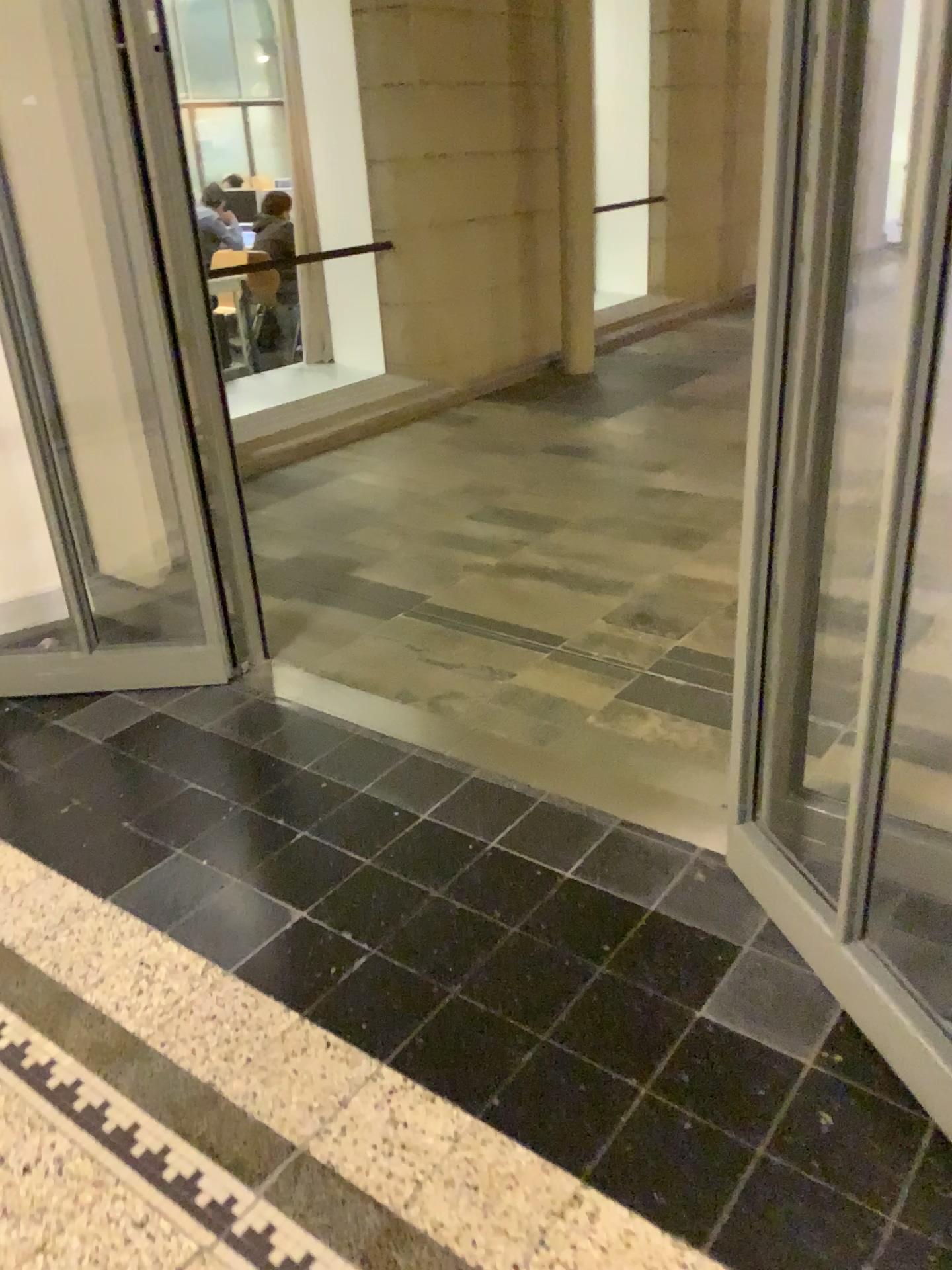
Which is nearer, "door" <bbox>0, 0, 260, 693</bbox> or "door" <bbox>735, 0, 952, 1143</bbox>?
"door" <bbox>735, 0, 952, 1143</bbox>

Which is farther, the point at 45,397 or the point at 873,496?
the point at 45,397

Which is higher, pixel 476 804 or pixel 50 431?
pixel 50 431
